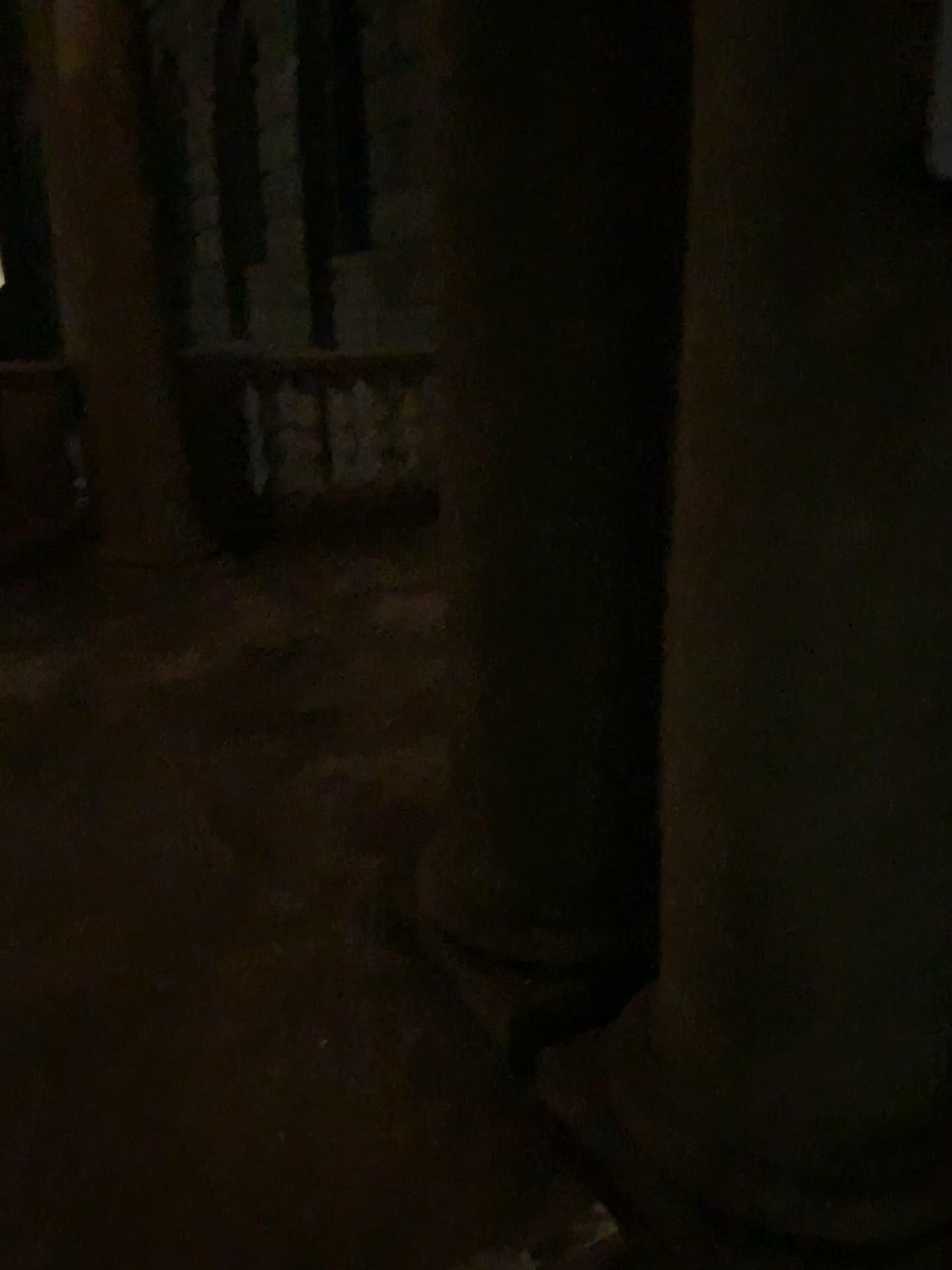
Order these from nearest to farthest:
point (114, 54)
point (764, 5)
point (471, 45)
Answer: point (764, 5) → point (471, 45) → point (114, 54)

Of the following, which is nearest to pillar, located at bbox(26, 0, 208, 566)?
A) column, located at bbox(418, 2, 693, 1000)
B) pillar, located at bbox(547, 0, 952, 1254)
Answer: column, located at bbox(418, 2, 693, 1000)

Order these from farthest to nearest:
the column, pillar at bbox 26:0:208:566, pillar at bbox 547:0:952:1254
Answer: pillar at bbox 26:0:208:566
the column
pillar at bbox 547:0:952:1254

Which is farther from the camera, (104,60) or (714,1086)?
(104,60)

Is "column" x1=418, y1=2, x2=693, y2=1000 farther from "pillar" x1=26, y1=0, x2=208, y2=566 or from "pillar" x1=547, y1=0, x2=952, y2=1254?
"pillar" x1=26, y1=0, x2=208, y2=566

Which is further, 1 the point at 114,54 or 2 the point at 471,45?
1 the point at 114,54

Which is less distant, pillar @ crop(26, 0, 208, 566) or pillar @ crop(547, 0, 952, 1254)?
pillar @ crop(547, 0, 952, 1254)

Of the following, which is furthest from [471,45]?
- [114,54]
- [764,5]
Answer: [114,54]
